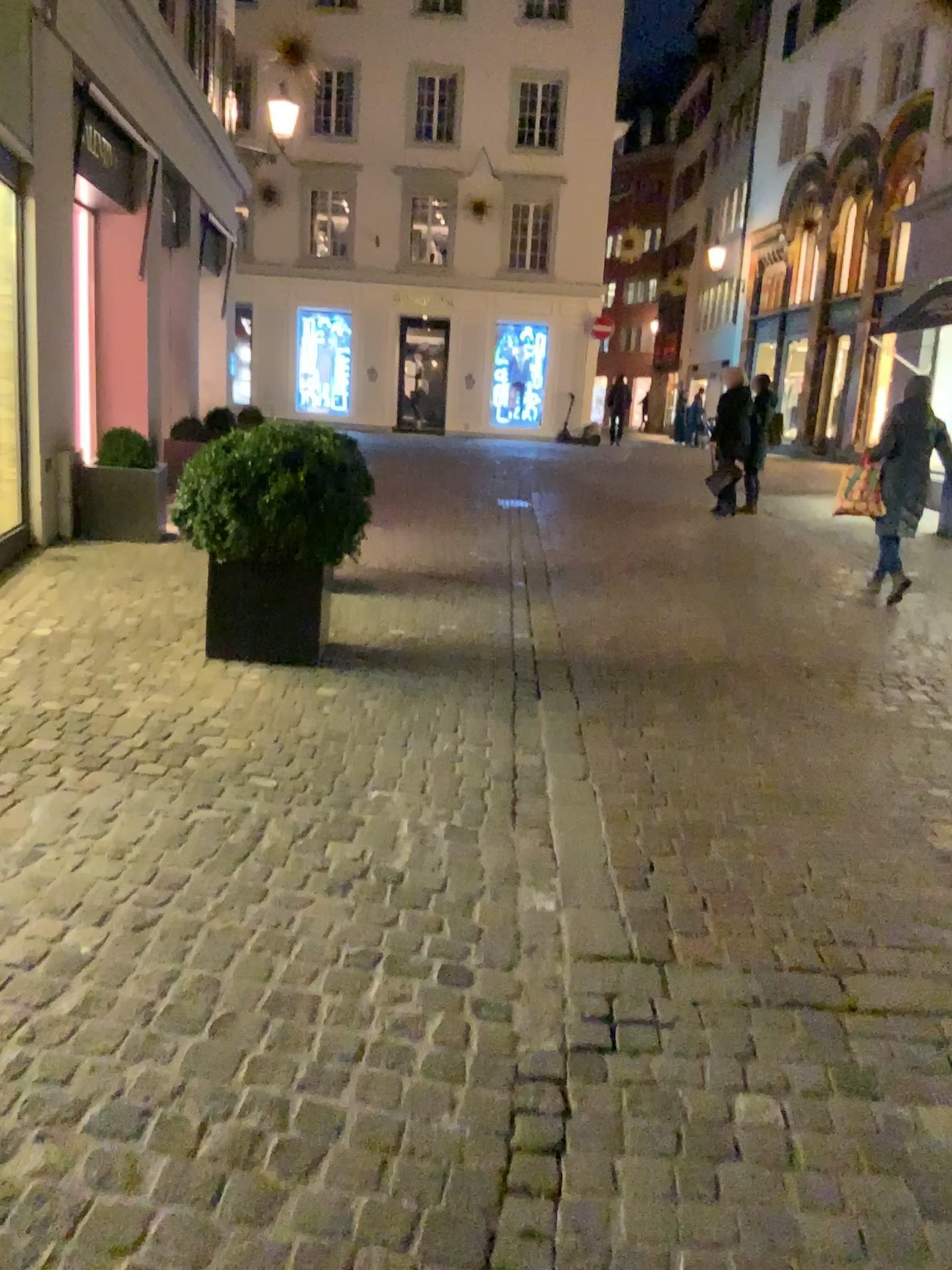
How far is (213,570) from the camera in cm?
456

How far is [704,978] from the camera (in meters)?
2.45

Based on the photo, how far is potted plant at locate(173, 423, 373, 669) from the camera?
4.4m

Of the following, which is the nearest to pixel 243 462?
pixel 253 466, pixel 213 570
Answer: pixel 253 466

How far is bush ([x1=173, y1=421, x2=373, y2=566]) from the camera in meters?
4.4 m

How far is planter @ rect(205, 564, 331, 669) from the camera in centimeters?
456cm

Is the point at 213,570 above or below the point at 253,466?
below
